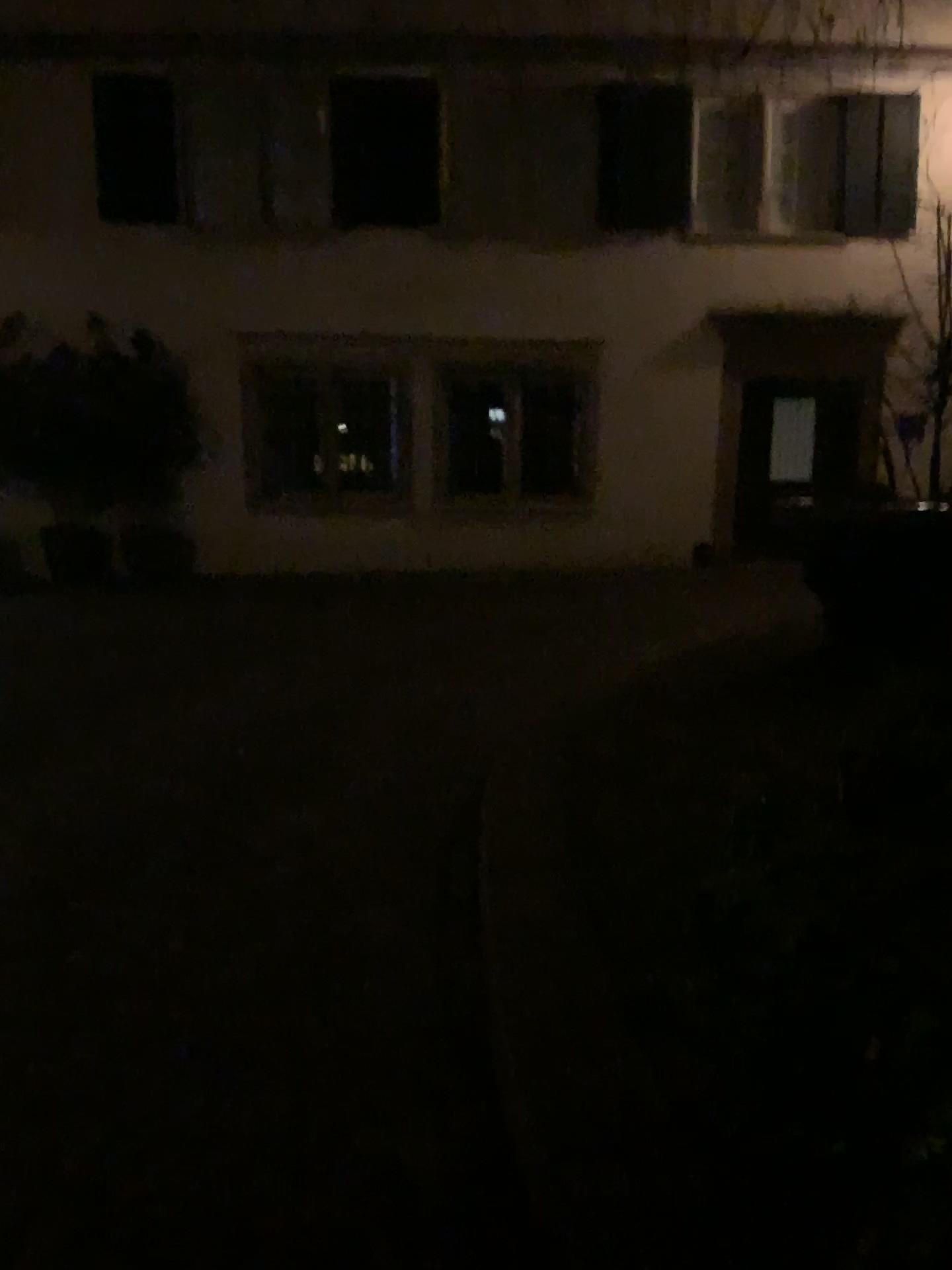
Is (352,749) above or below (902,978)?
below
